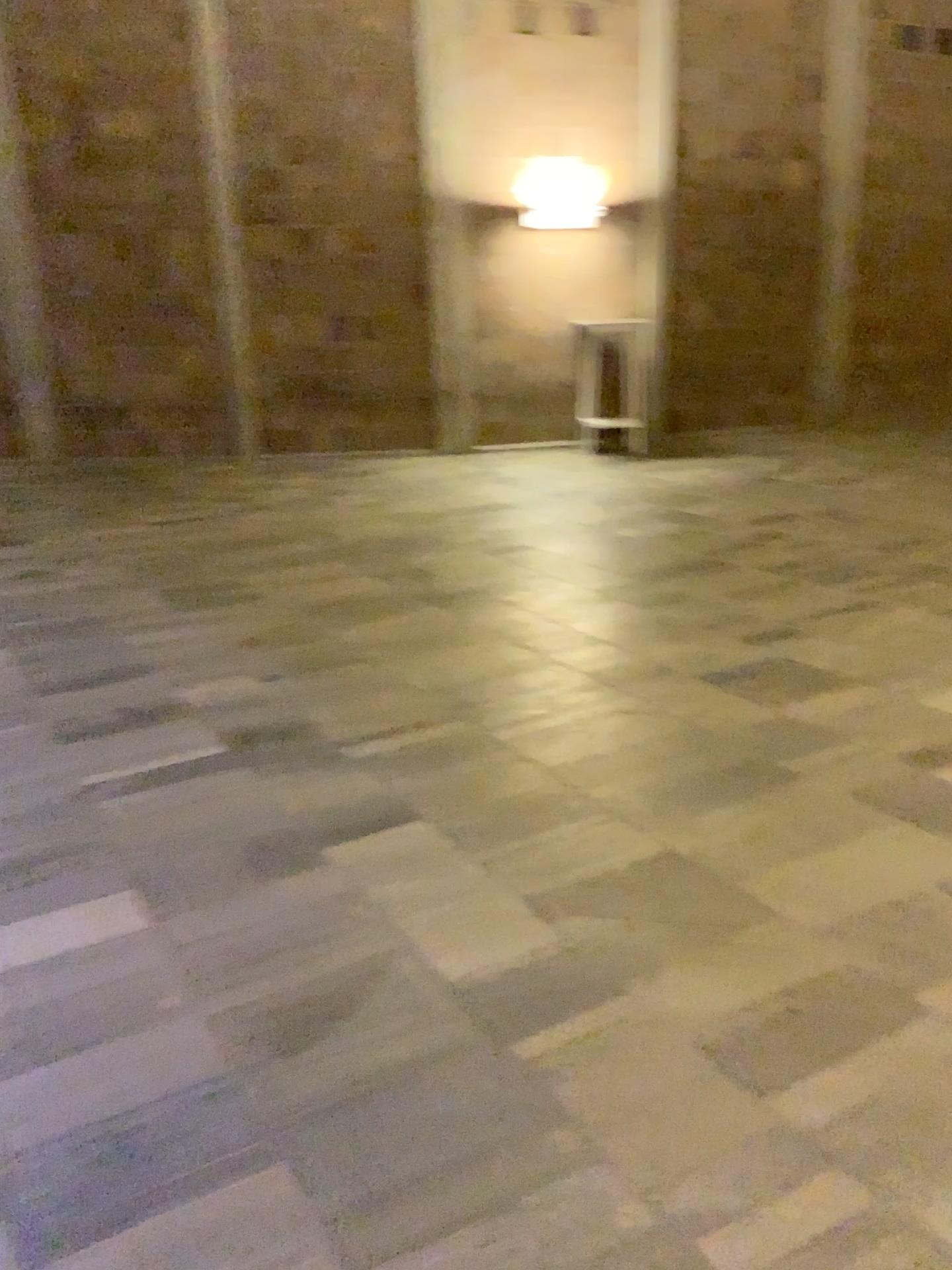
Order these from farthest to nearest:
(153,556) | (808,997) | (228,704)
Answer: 1. (153,556)
2. (228,704)
3. (808,997)
